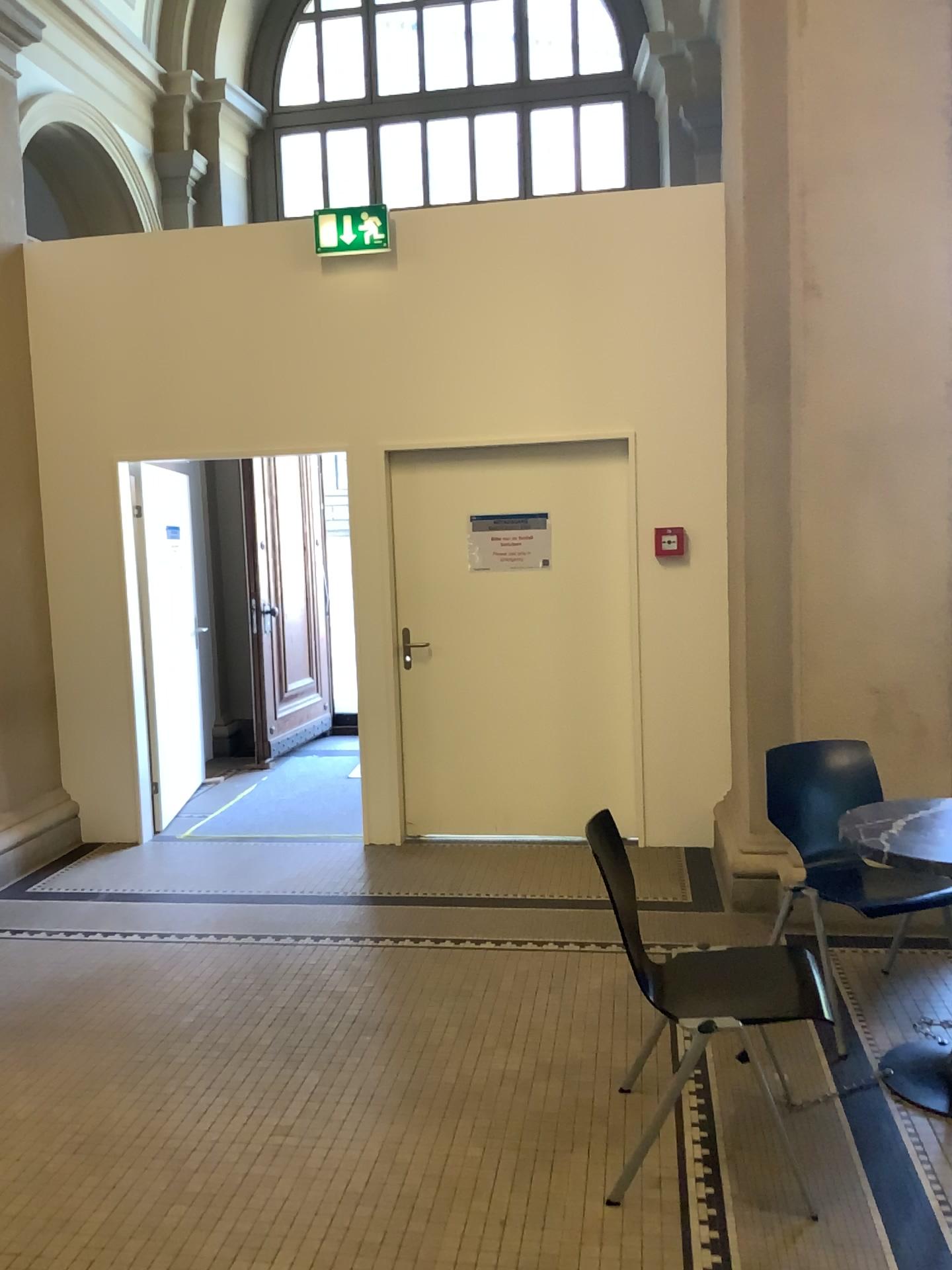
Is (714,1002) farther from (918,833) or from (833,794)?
(833,794)

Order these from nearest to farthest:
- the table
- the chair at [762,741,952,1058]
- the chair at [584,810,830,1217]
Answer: the chair at [584,810,830,1217] < the table < the chair at [762,741,952,1058]

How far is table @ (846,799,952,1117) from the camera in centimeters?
281cm

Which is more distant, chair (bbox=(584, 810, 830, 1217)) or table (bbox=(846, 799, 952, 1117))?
table (bbox=(846, 799, 952, 1117))

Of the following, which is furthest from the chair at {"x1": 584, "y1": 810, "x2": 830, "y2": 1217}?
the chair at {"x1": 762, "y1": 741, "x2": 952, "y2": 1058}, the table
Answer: the chair at {"x1": 762, "y1": 741, "x2": 952, "y2": 1058}

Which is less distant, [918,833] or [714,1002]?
[714,1002]

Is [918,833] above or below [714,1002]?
above

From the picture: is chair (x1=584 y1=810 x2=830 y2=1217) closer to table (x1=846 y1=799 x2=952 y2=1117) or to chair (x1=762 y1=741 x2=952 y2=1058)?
table (x1=846 y1=799 x2=952 y2=1117)

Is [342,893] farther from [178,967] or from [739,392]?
[739,392]
